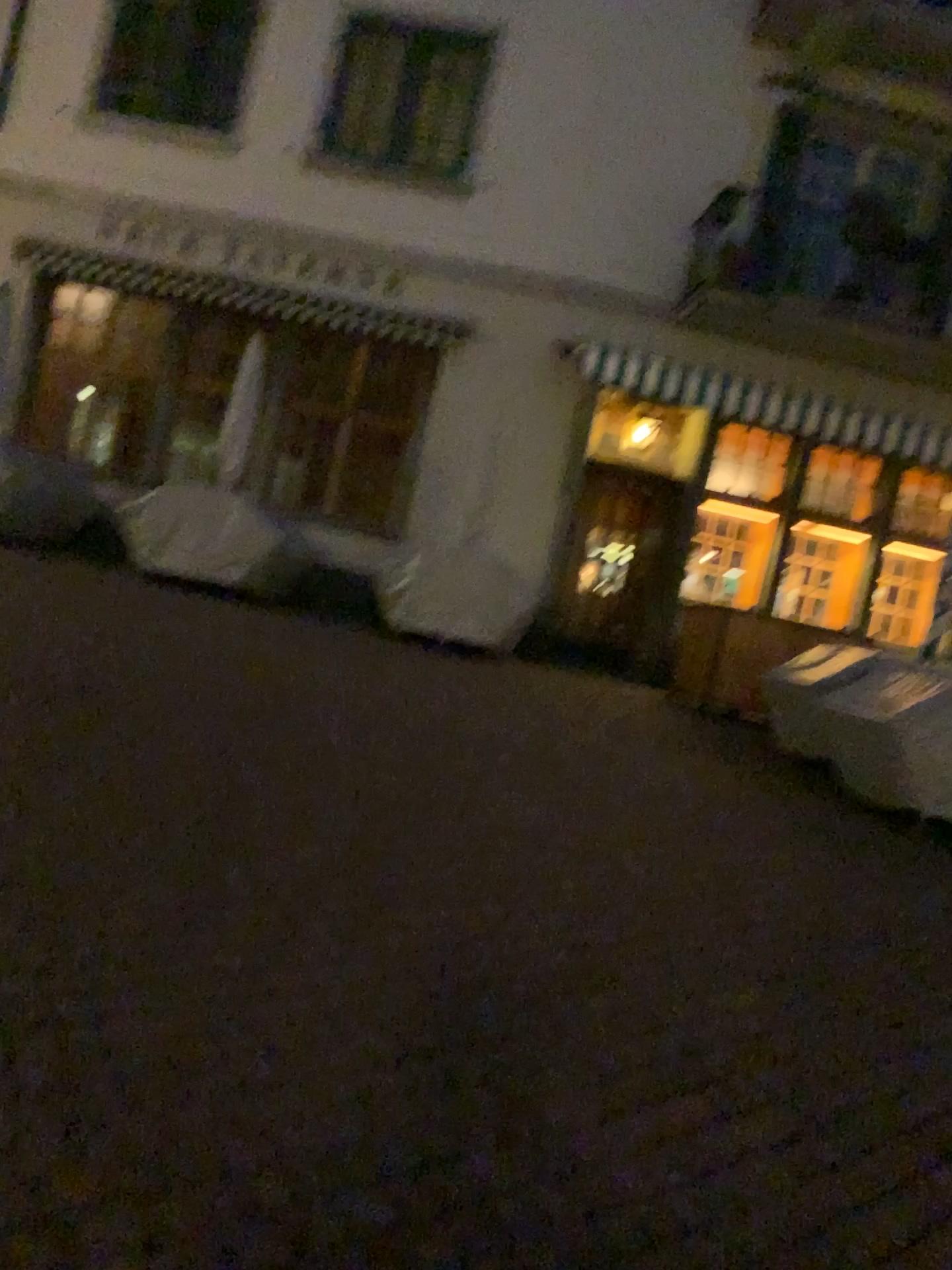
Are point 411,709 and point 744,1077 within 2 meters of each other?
no
